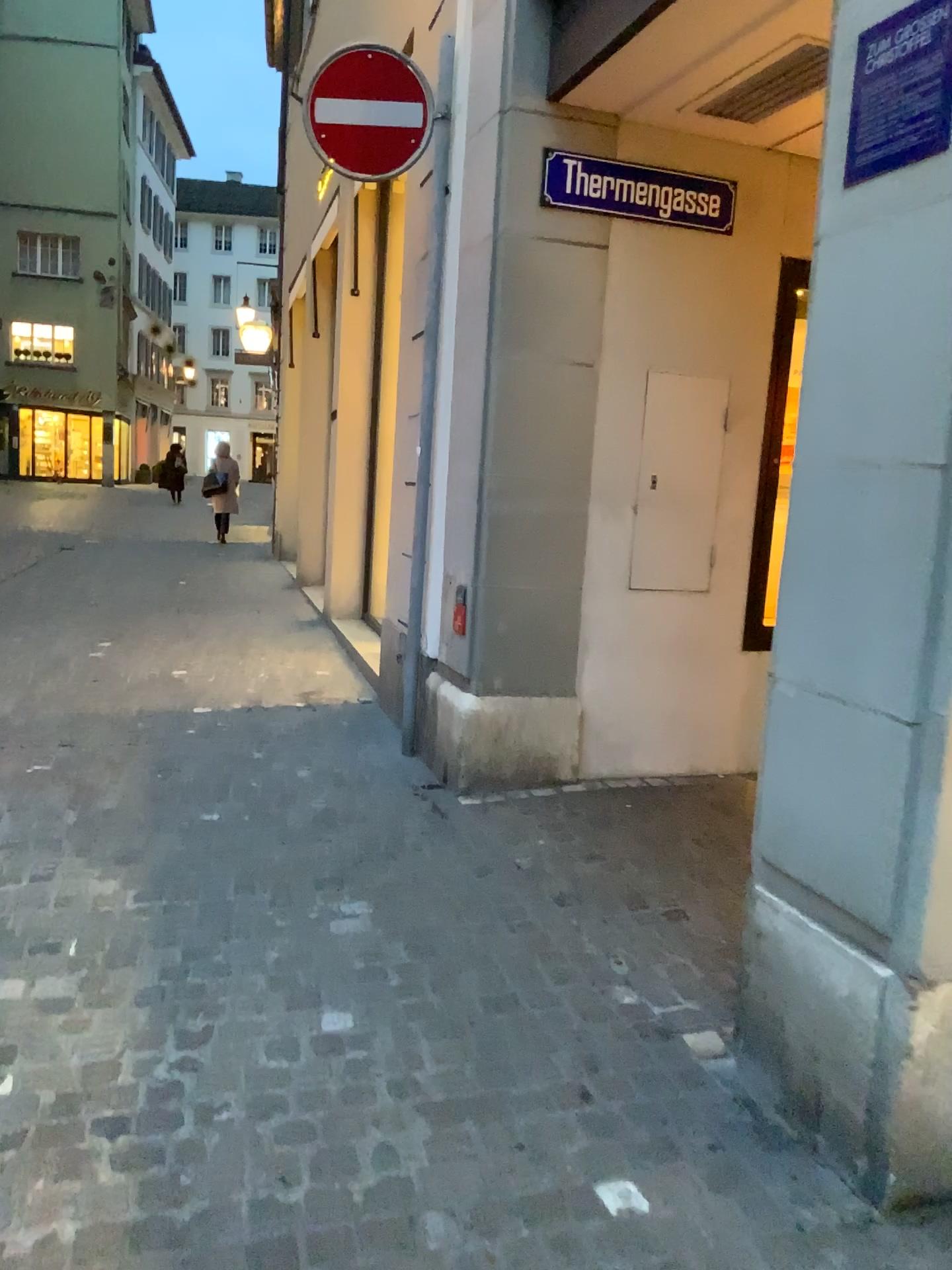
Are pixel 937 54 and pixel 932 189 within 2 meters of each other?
yes

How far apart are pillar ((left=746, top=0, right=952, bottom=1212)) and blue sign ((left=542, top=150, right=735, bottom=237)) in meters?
2.1 m

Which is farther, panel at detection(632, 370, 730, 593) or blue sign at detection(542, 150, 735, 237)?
panel at detection(632, 370, 730, 593)

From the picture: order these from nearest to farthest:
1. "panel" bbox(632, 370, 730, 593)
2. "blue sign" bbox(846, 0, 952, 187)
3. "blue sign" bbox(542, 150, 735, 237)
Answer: "blue sign" bbox(846, 0, 952, 187), "blue sign" bbox(542, 150, 735, 237), "panel" bbox(632, 370, 730, 593)

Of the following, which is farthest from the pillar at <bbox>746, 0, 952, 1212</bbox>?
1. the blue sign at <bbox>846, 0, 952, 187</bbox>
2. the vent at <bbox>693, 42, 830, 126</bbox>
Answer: the vent at <bbox>693, 42, 830, 126</bbox>

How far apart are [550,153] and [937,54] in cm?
246

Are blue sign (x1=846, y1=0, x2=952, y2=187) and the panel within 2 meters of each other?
no

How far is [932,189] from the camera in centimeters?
179cm

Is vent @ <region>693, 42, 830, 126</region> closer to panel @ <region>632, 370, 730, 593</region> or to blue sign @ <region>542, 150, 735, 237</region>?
blue sign @ <region>542, 150, 735, 237</region>

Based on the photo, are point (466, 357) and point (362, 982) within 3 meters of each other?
yes
